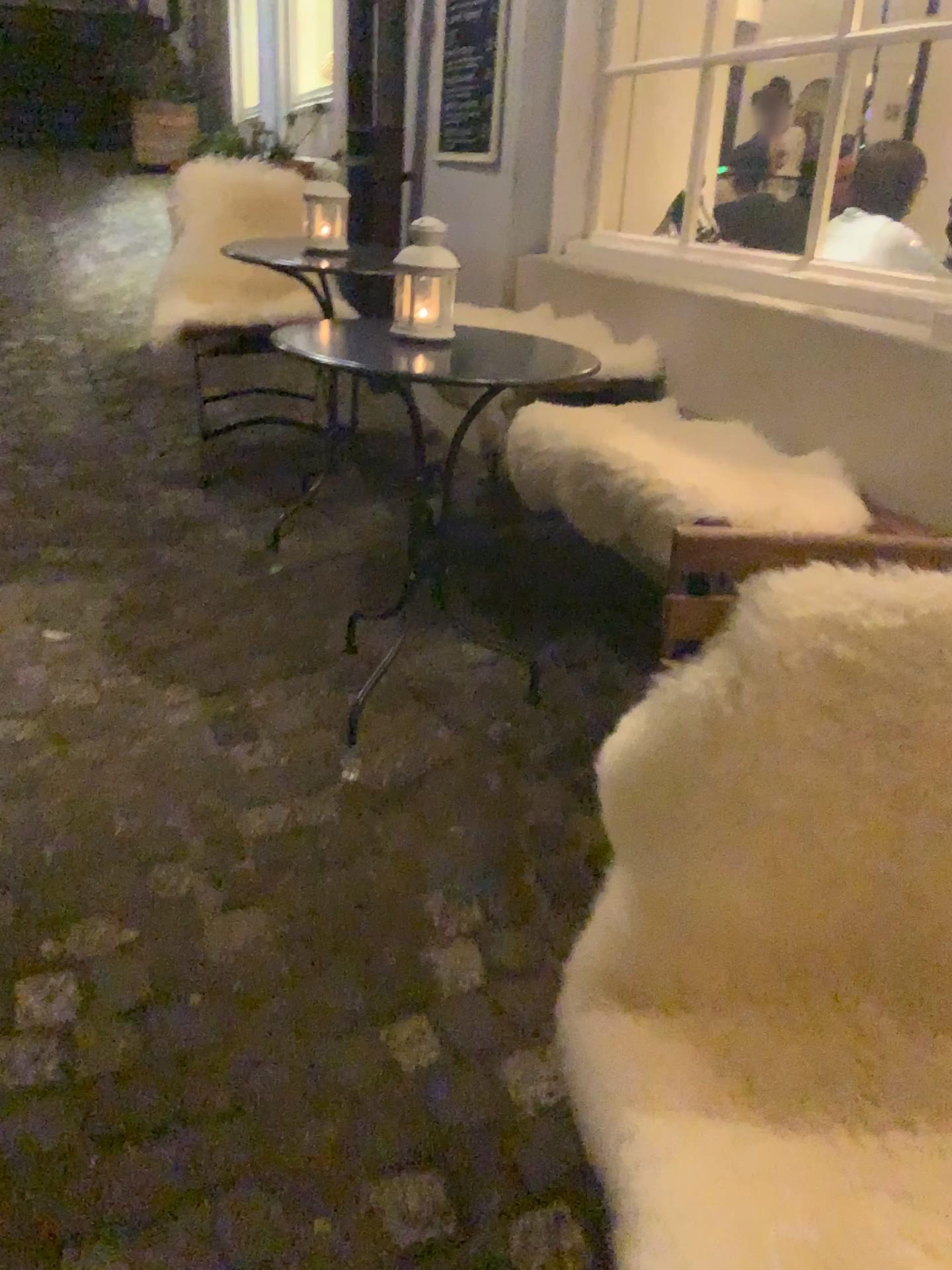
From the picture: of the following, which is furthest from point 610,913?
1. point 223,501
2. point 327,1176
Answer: point 223,501

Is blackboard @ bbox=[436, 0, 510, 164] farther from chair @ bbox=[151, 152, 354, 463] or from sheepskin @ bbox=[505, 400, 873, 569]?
sheepskin @ bbox=[505, 400, 873, 569]

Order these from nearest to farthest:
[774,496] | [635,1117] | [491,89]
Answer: [635,1117]
[774,496]
[491,89]

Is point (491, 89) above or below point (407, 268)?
above

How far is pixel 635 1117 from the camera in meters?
0.9 m

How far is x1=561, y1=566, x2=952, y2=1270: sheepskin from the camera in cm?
87

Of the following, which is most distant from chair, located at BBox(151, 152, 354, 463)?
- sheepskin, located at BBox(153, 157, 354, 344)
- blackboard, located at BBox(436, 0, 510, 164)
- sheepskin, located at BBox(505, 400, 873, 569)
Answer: sheepskin, located at BBox(505, 400, 873, 569)

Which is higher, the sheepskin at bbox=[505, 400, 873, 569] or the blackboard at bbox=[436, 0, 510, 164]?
the blackboard at bbox=[436, 0, 510, 164]

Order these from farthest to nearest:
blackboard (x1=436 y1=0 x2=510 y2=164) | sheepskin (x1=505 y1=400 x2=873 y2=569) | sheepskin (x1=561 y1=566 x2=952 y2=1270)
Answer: blackboard (x1=436 y1=0 x2=510 y2=164), sheepskin (x1=505 y1=400 x2=873 y2=569), sheepskin (x1=561 y1=566 x2=952 y2=1270)

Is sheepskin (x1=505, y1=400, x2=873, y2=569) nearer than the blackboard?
Yes
